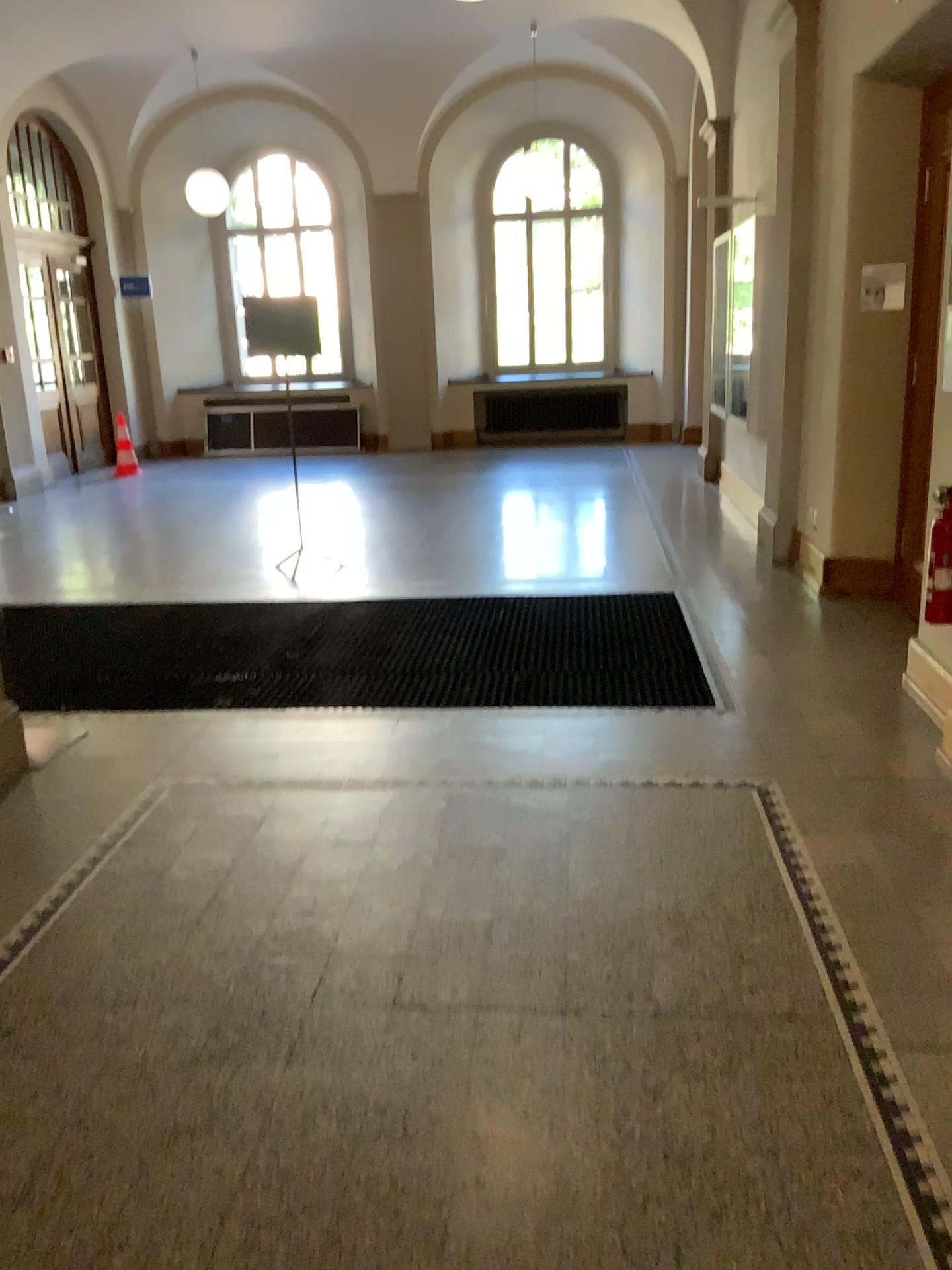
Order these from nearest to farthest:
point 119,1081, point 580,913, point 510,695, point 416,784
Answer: point 119,1081
point 580,913
point 416,784
point 510,695
